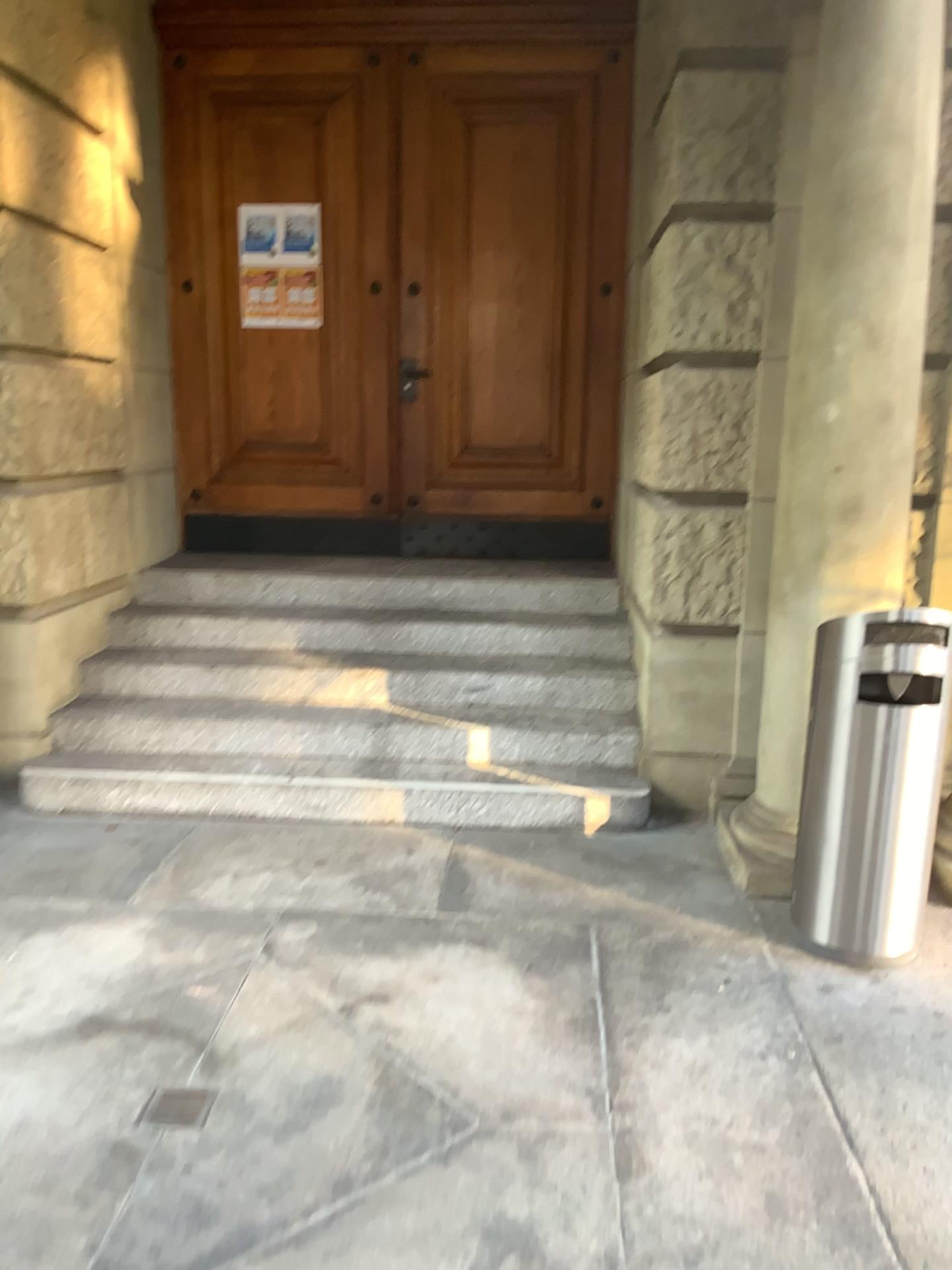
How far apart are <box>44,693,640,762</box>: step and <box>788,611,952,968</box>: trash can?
1.1m

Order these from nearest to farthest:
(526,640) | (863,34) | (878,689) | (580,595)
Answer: (878,689), (863,34), (526,640), (580,595)

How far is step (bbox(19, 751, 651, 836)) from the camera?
3.98m

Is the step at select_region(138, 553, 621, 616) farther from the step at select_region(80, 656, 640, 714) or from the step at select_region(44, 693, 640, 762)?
the step at select_region(44, 693, 640, 762)

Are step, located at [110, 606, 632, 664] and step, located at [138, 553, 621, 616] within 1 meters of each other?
yes

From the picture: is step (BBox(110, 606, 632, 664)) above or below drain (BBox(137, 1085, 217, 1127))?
above

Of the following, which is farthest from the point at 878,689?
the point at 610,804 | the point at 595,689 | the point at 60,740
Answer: the point at 60,740

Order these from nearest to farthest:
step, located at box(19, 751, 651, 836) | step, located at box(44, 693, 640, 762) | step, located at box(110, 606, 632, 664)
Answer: step, located at box(19, 751, 651, 836), step, located at box(44, 693, 640, 762), step, located at box(110, 606, 632, 664)

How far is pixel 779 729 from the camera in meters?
3.5

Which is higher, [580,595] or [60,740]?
[580,595]
